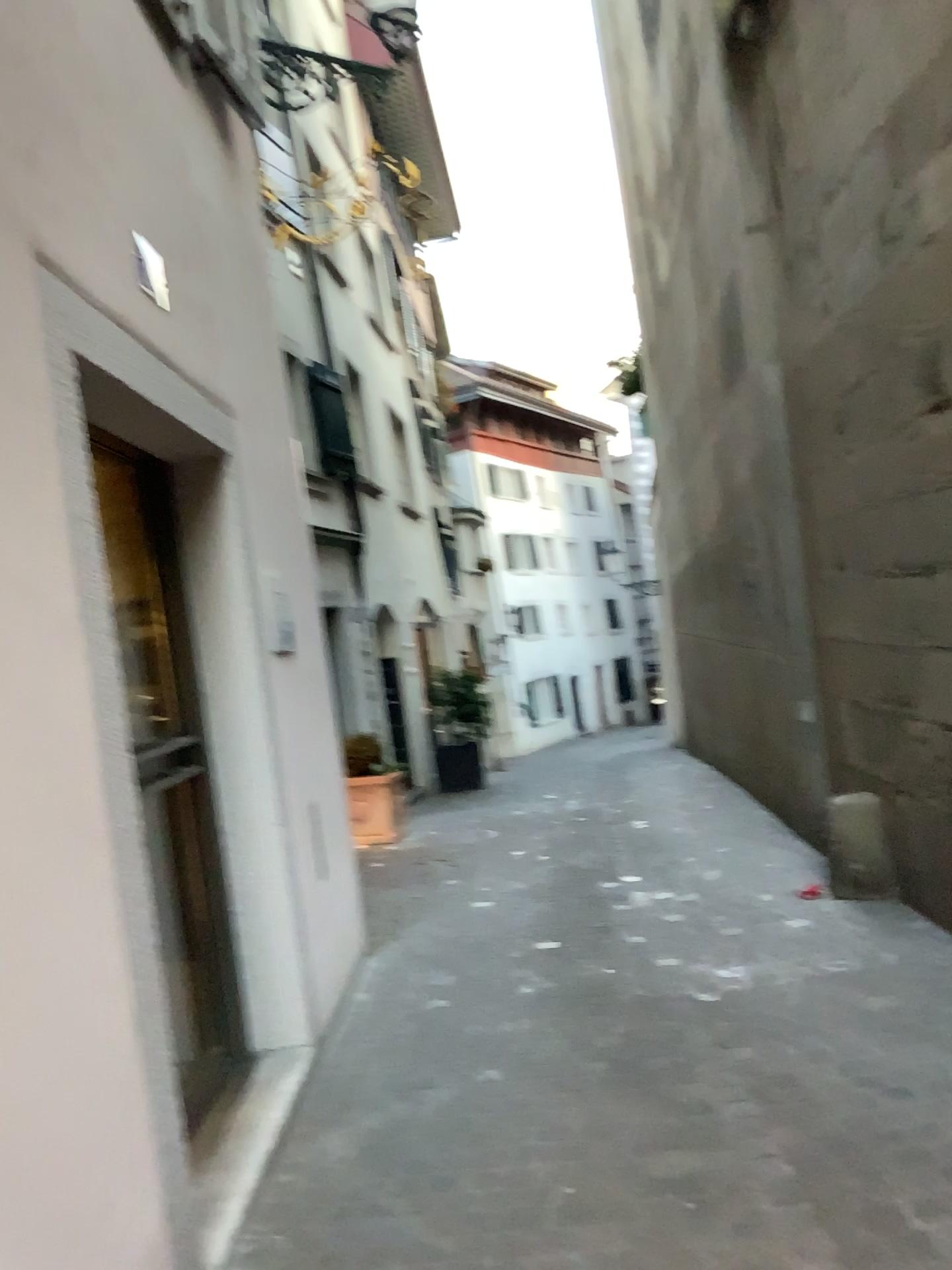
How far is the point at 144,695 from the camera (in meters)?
3.51

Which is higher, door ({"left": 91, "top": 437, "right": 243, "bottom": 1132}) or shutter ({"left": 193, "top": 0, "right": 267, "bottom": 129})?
shutter ({"left": 193, "top": 0, "right": 267, "bottom": 129})

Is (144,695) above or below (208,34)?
below

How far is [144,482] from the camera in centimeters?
362cm

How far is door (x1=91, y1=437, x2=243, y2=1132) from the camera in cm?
351
